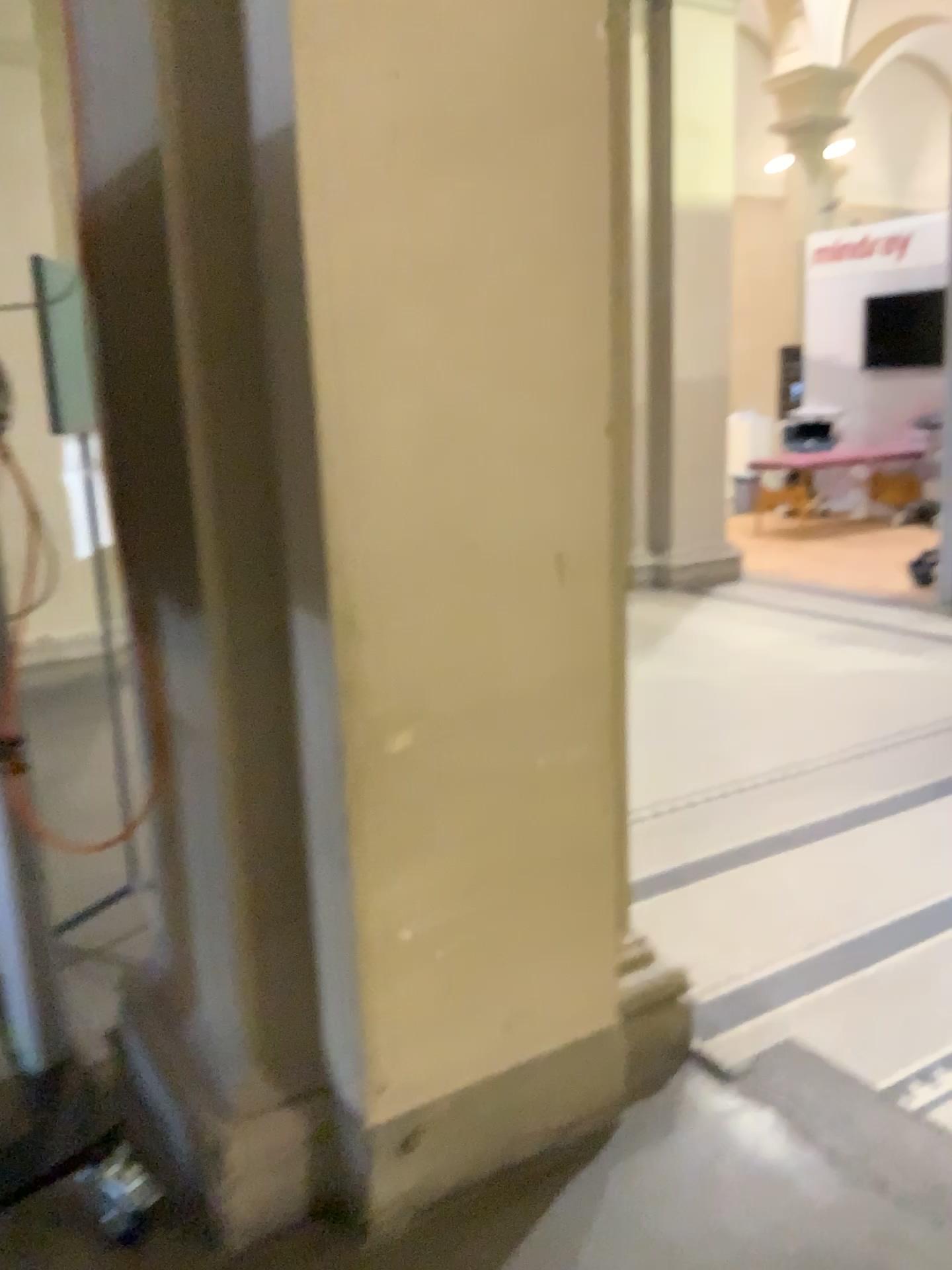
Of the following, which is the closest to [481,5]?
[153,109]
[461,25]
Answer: → [461,25]

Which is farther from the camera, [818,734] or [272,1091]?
[818,734]

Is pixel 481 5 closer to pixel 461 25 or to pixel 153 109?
pixel 461 25
